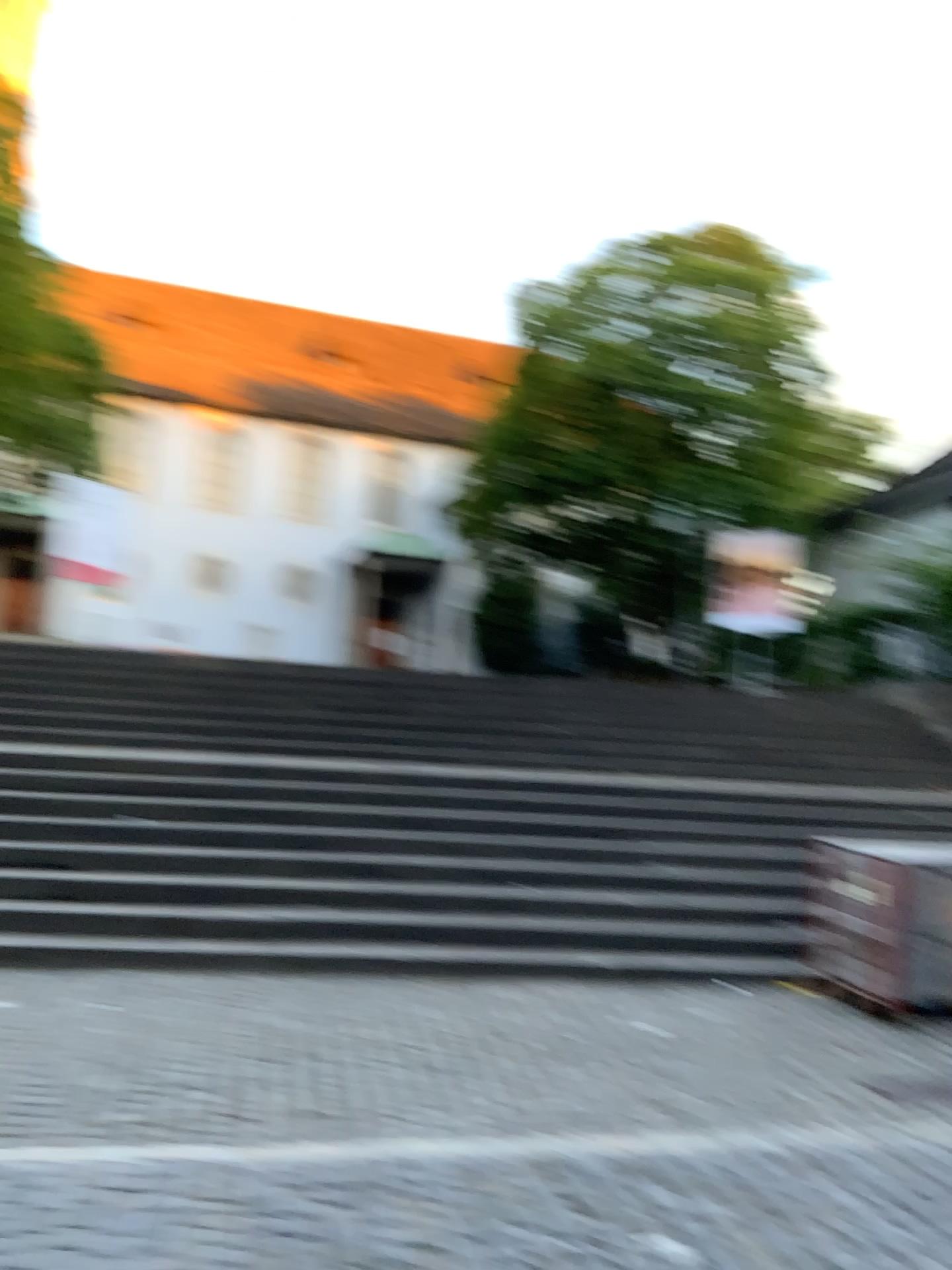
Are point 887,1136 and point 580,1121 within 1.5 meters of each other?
yes
